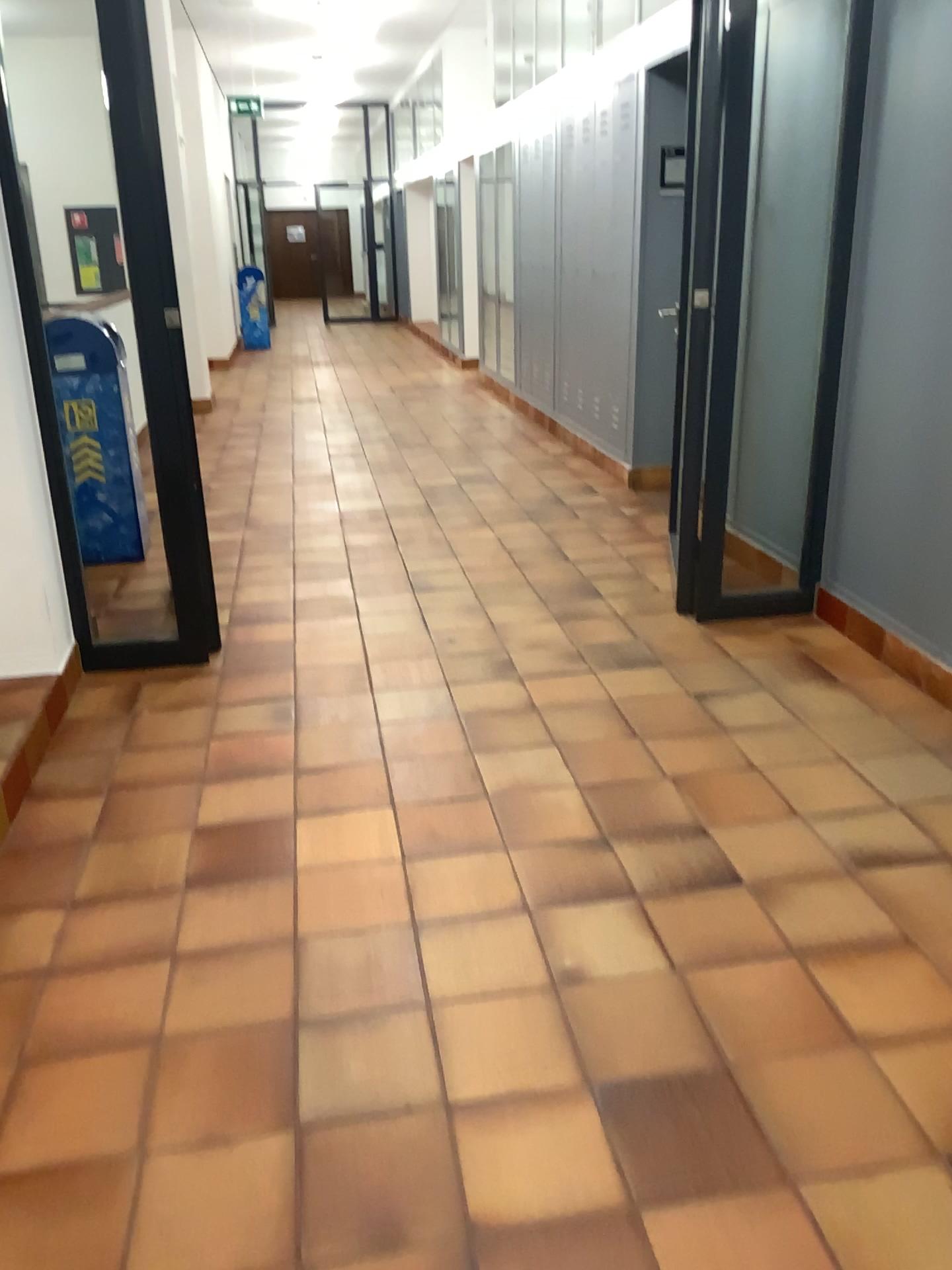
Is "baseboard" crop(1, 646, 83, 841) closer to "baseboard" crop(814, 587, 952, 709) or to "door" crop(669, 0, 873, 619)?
"door" crop(669, 0, 873, 619)

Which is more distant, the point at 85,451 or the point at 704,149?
the point at 85,451

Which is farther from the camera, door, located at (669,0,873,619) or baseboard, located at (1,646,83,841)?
door, located at (669,0,873,619)

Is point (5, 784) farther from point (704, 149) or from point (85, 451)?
point (704, 149)

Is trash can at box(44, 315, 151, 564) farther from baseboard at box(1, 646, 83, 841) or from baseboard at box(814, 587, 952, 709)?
baseboard at box(814, 587, 952, 709)

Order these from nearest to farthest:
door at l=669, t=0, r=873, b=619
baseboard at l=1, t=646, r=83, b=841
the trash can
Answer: baseboard at l=1, t=646, r=83, b=841 → door at l=669, t=0, r=873, b=619 → the trash can

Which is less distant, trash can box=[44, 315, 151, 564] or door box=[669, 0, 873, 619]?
door box=[669, 0, 873, 619]

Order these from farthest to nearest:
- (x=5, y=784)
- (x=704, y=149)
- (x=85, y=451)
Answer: (x=85, y=451), (x=704, y=149), (x=5, y=784)

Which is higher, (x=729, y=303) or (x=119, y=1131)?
(x=729, y=303)

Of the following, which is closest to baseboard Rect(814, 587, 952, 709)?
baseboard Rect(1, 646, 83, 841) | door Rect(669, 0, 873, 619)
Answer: door Rect(669, 0, 873, 619)
